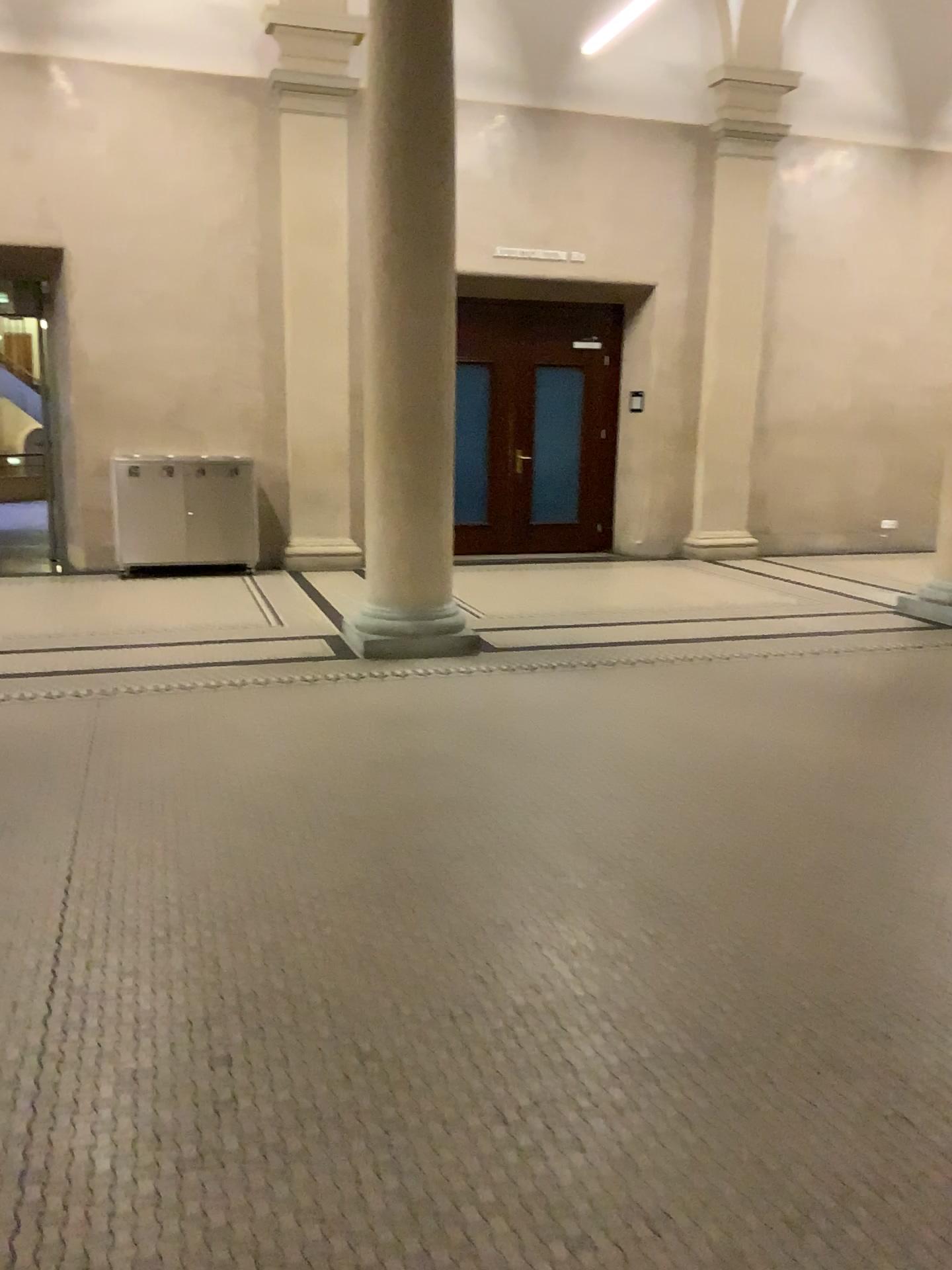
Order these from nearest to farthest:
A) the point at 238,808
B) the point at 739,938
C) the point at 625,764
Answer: the point at 739,938
the point at 238,808
the point at 625,764
